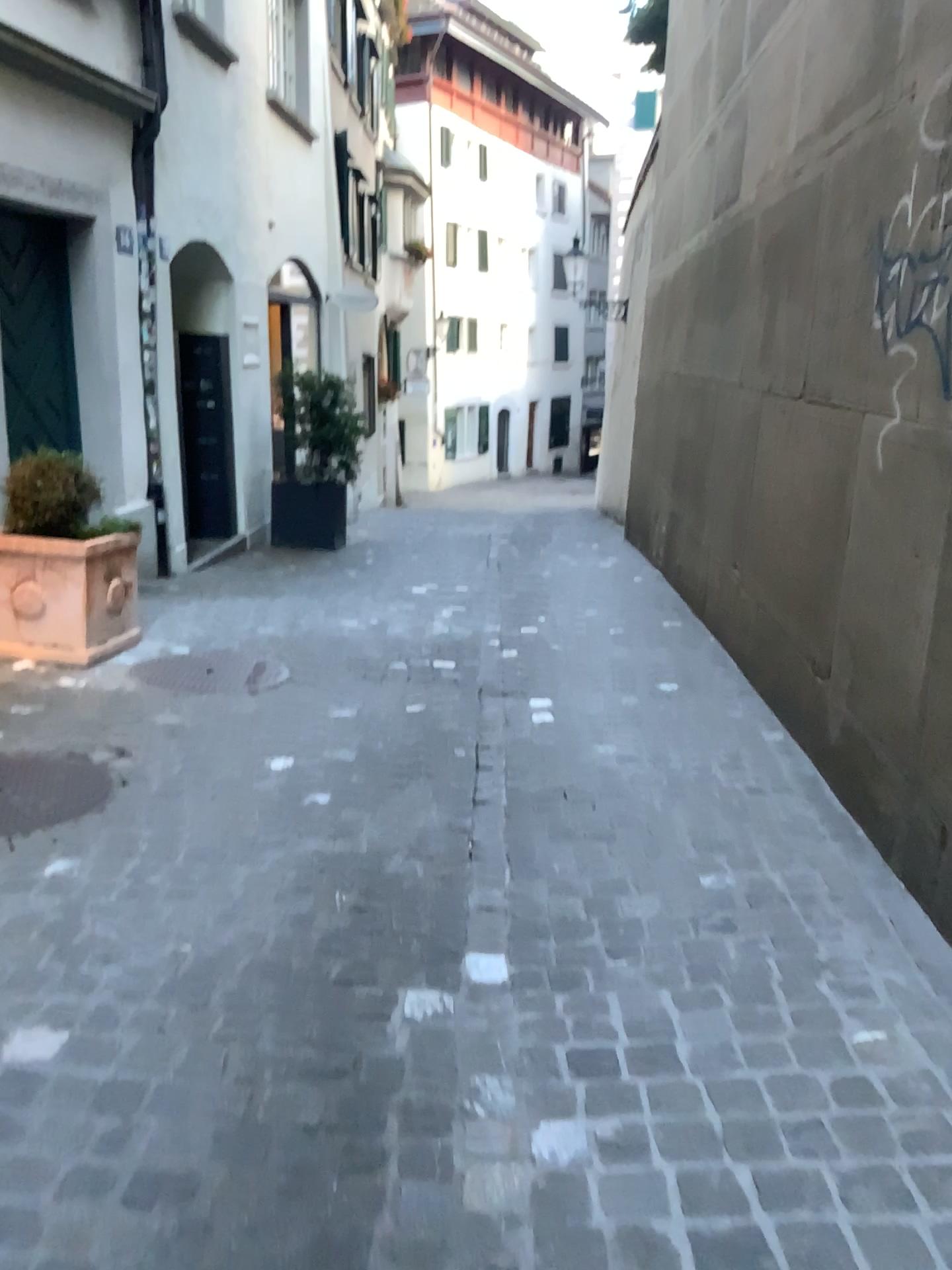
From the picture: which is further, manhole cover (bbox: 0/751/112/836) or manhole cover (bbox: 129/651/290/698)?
manhole cover (bbox: 129/651/290/698)

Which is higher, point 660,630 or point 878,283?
point 878,283

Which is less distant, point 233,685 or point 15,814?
point 15,814
